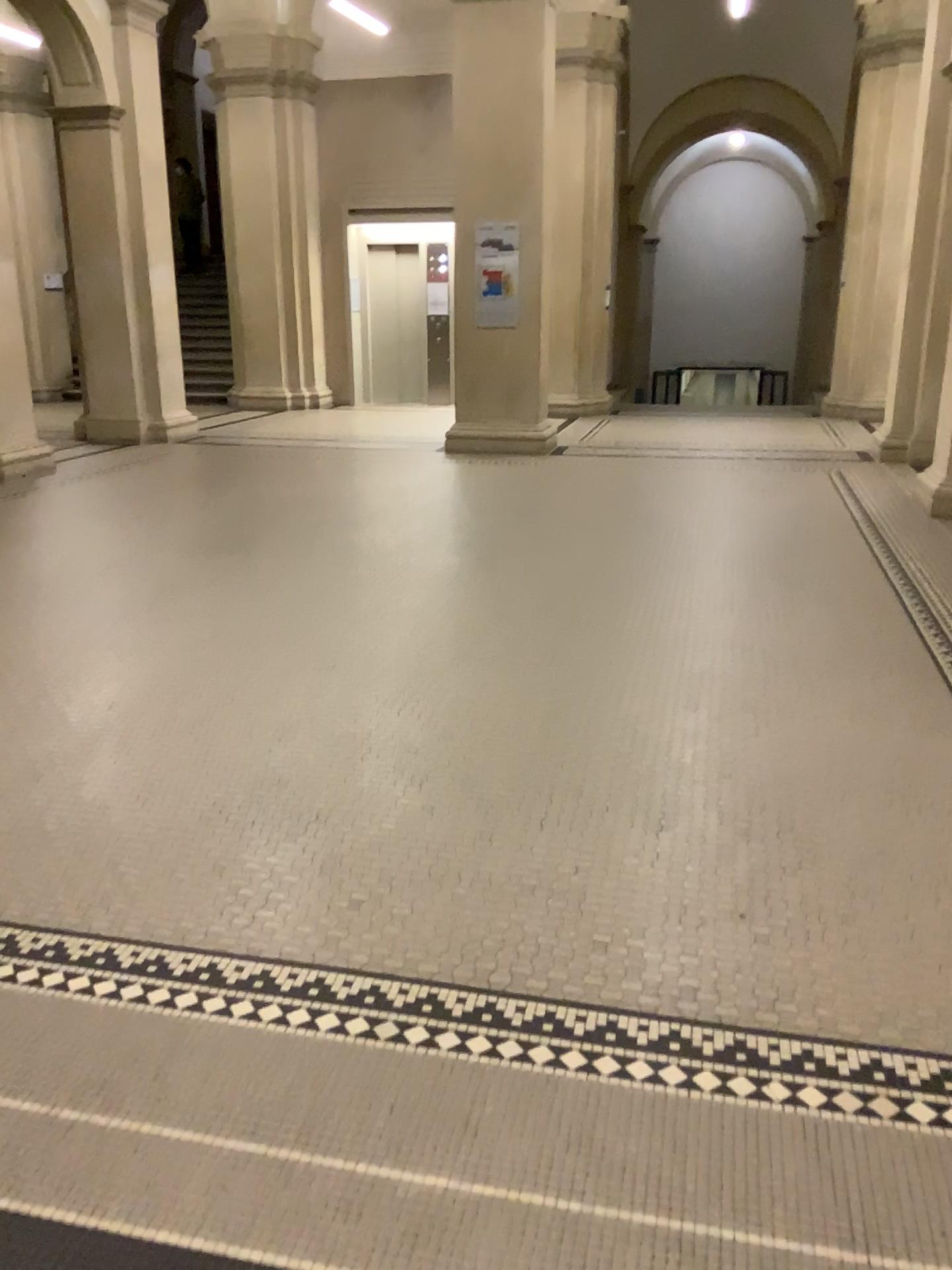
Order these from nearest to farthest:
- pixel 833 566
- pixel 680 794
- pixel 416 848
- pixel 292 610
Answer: pixel 416 848 < pixel 680 794 < pixel 292 610 < pixel 833 566
